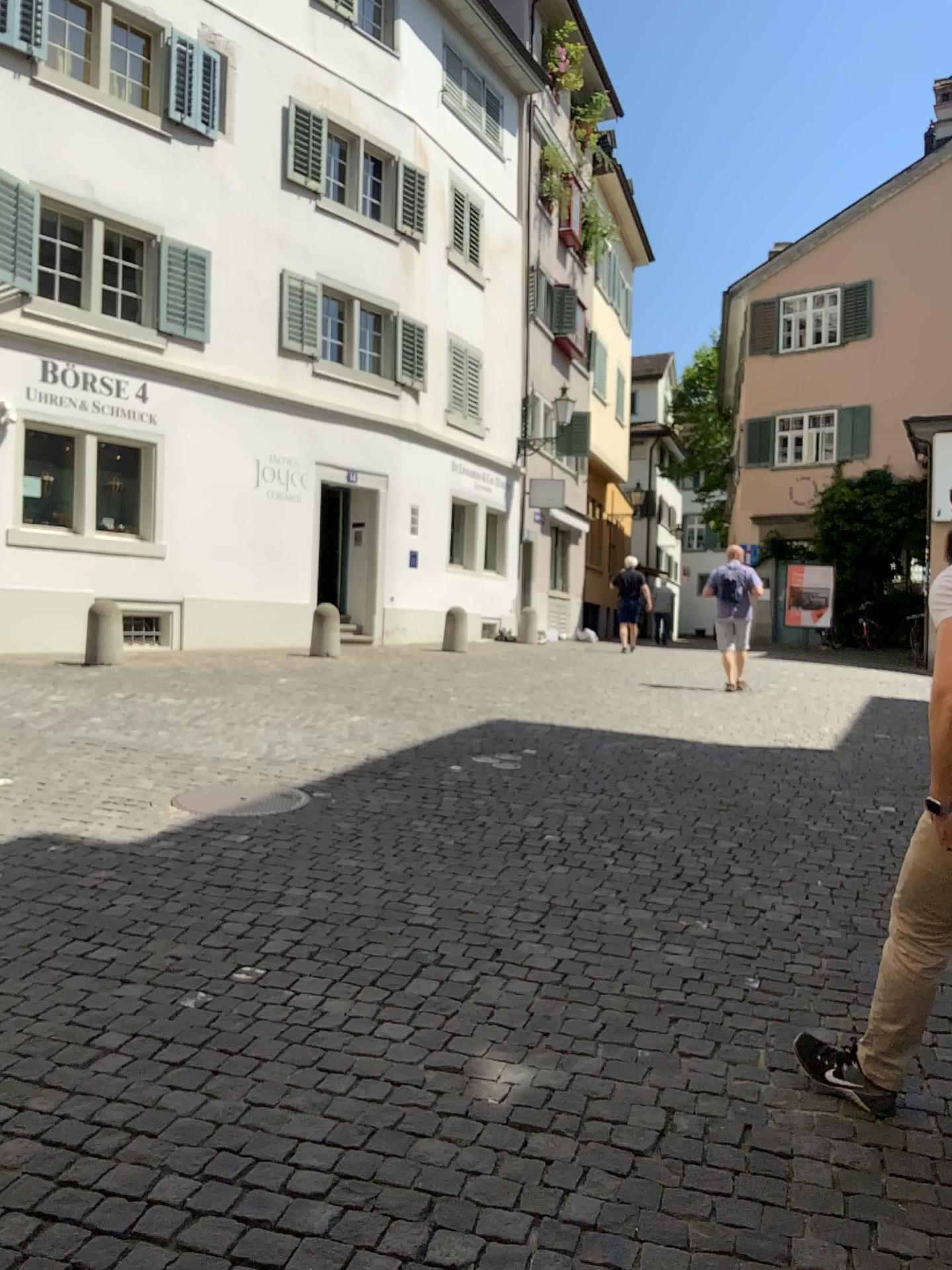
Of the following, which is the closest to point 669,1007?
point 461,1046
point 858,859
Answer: point 461,1046

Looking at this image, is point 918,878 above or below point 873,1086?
above

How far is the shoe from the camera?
2.7 meters

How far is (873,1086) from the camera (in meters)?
2.70
